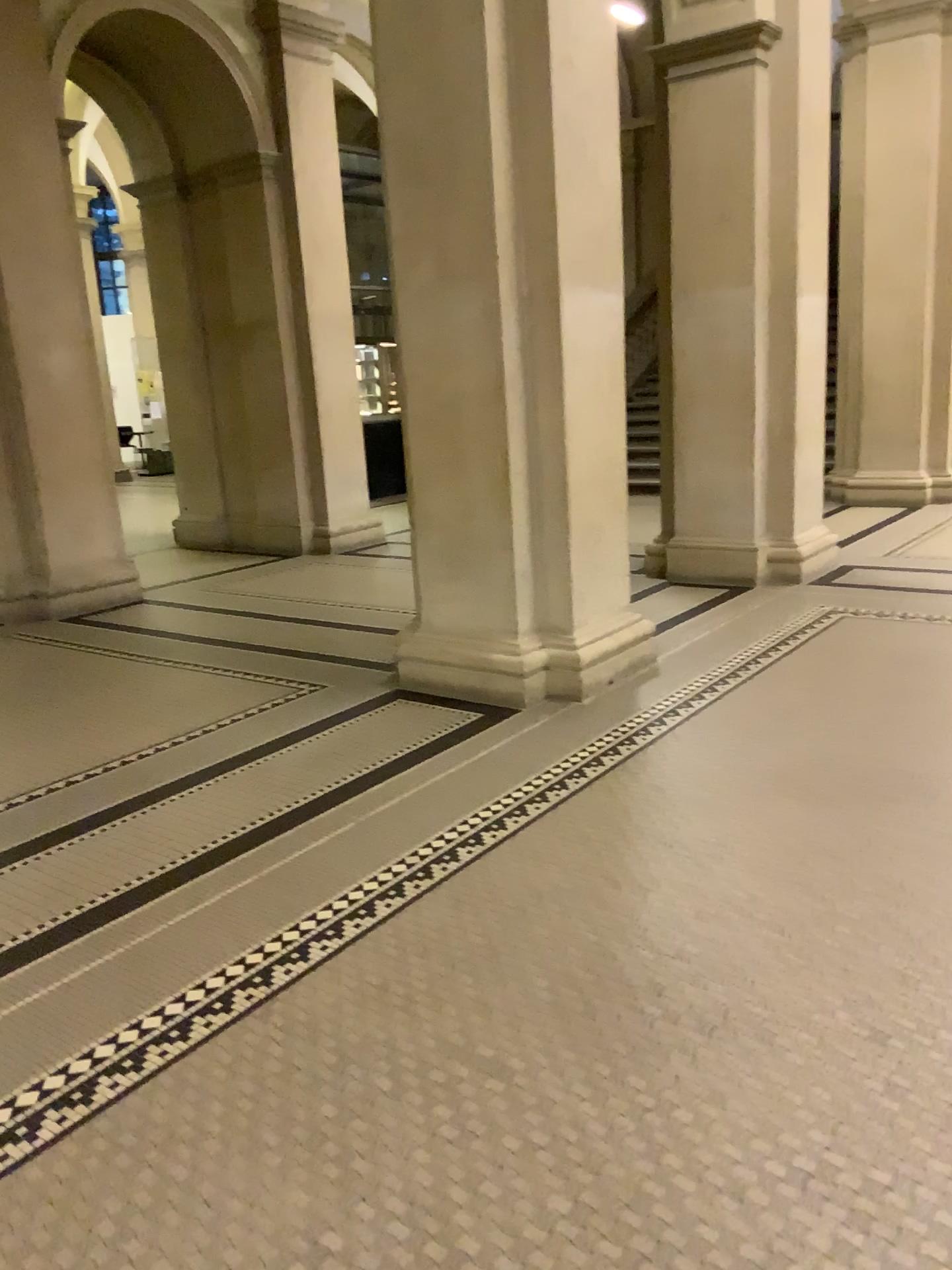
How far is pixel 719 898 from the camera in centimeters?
280cm
